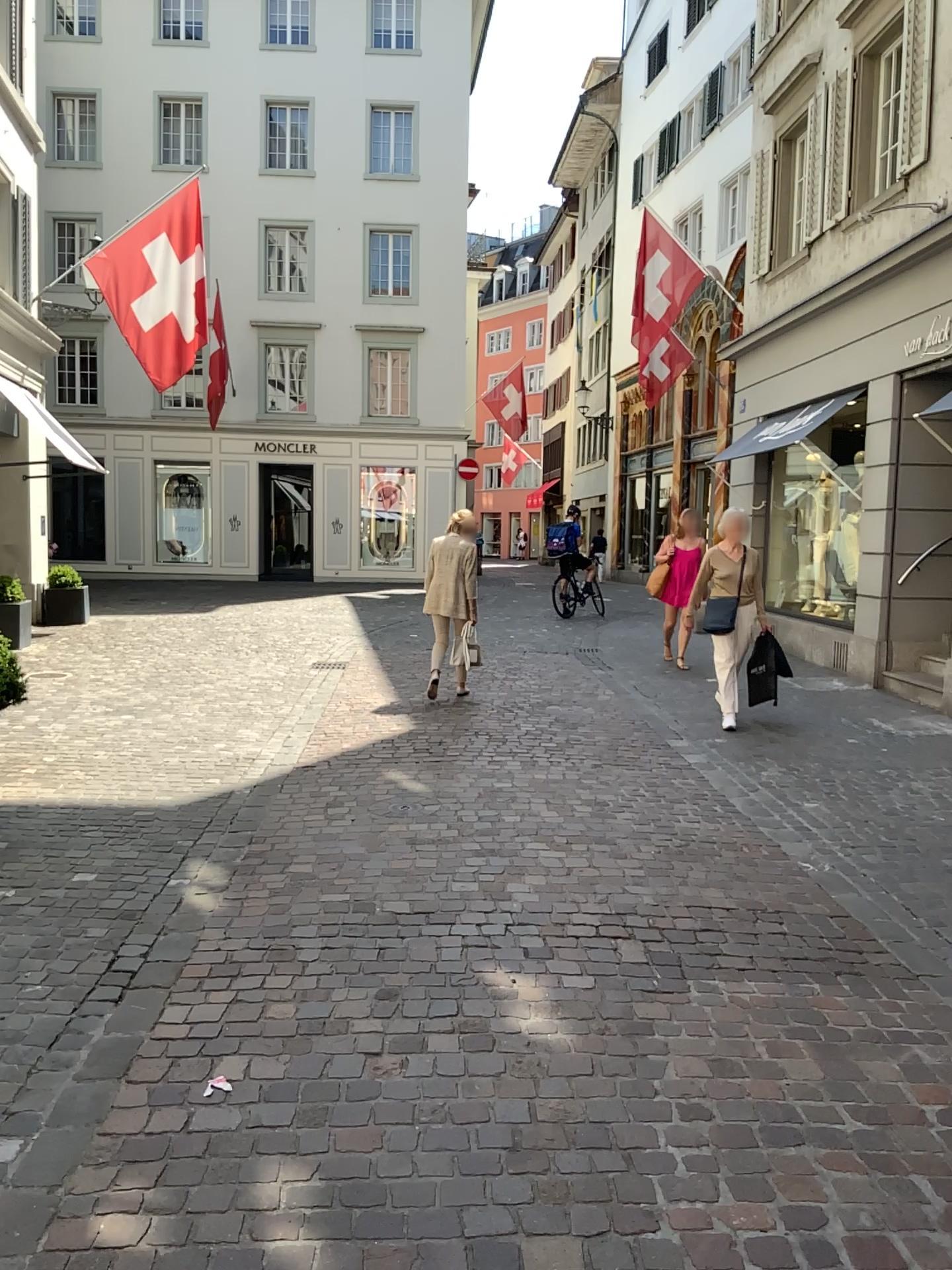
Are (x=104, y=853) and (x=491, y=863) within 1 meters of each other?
no
